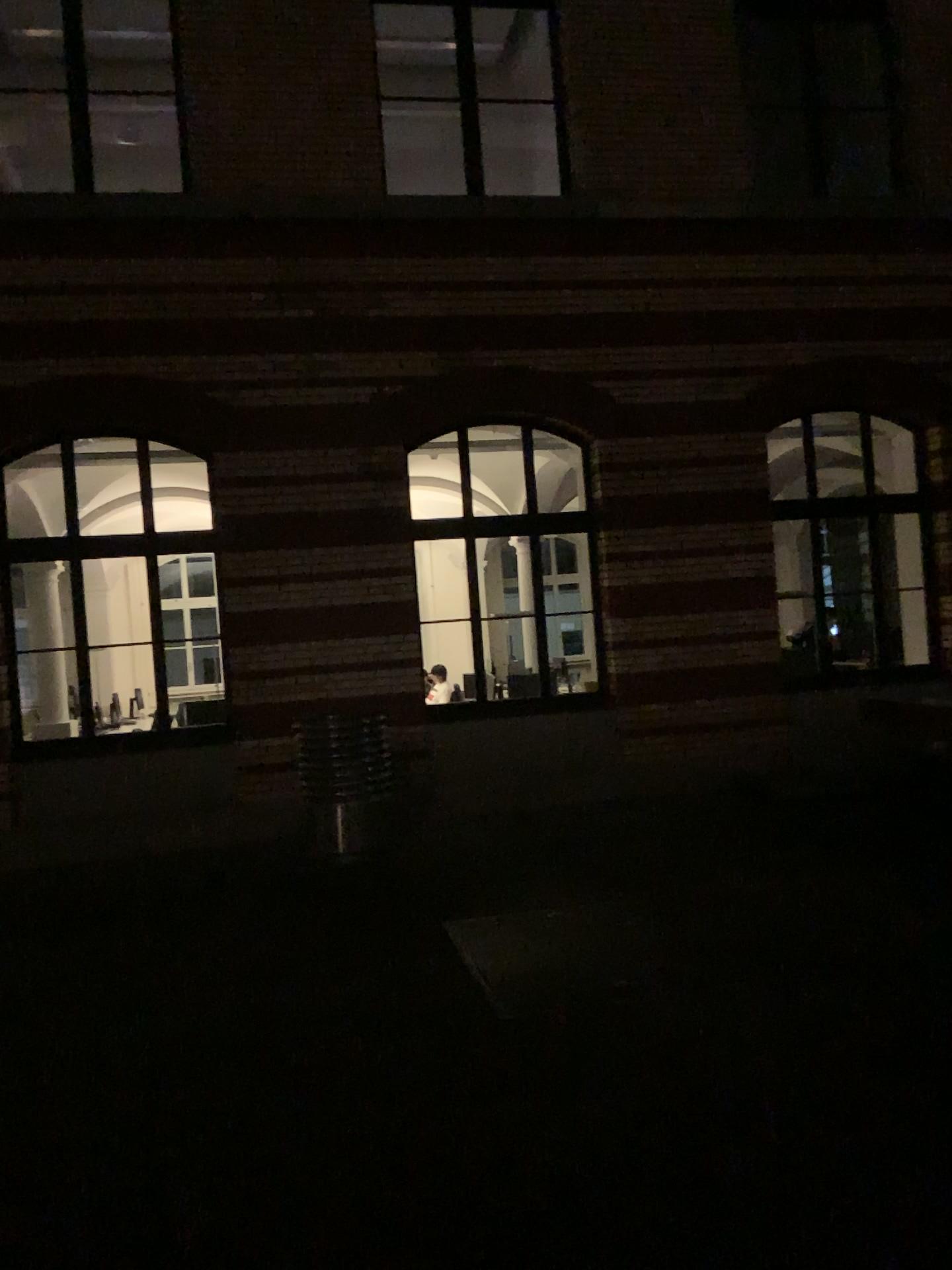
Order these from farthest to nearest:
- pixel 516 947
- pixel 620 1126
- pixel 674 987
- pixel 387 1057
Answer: pixel 516 947
pixel 674 987
pixel 387 1057
pixel 620 1126
